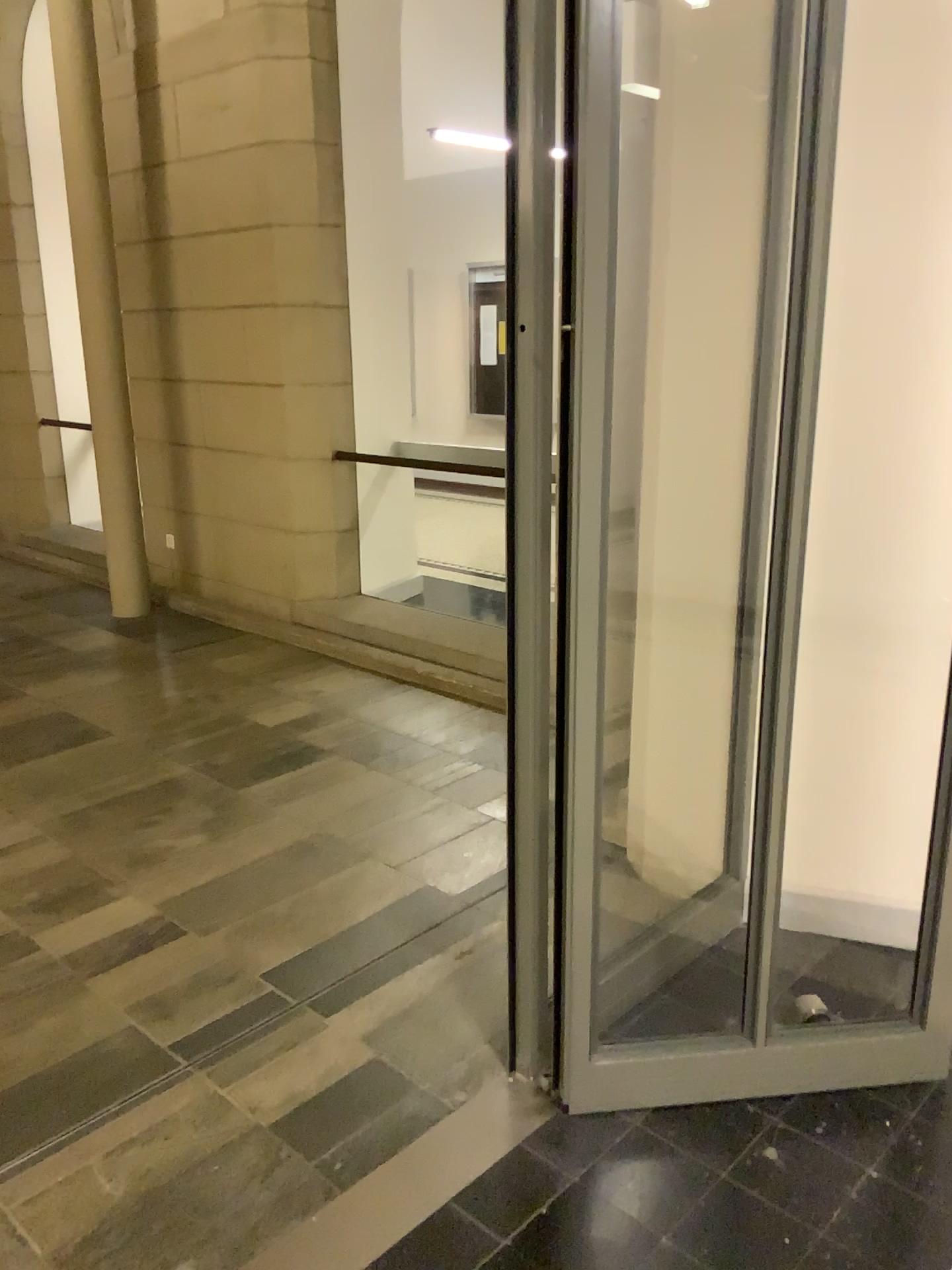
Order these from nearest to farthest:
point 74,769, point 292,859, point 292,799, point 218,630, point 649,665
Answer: point 649,665, point 292,859, point 292,799, point 74,769, point 218,630
